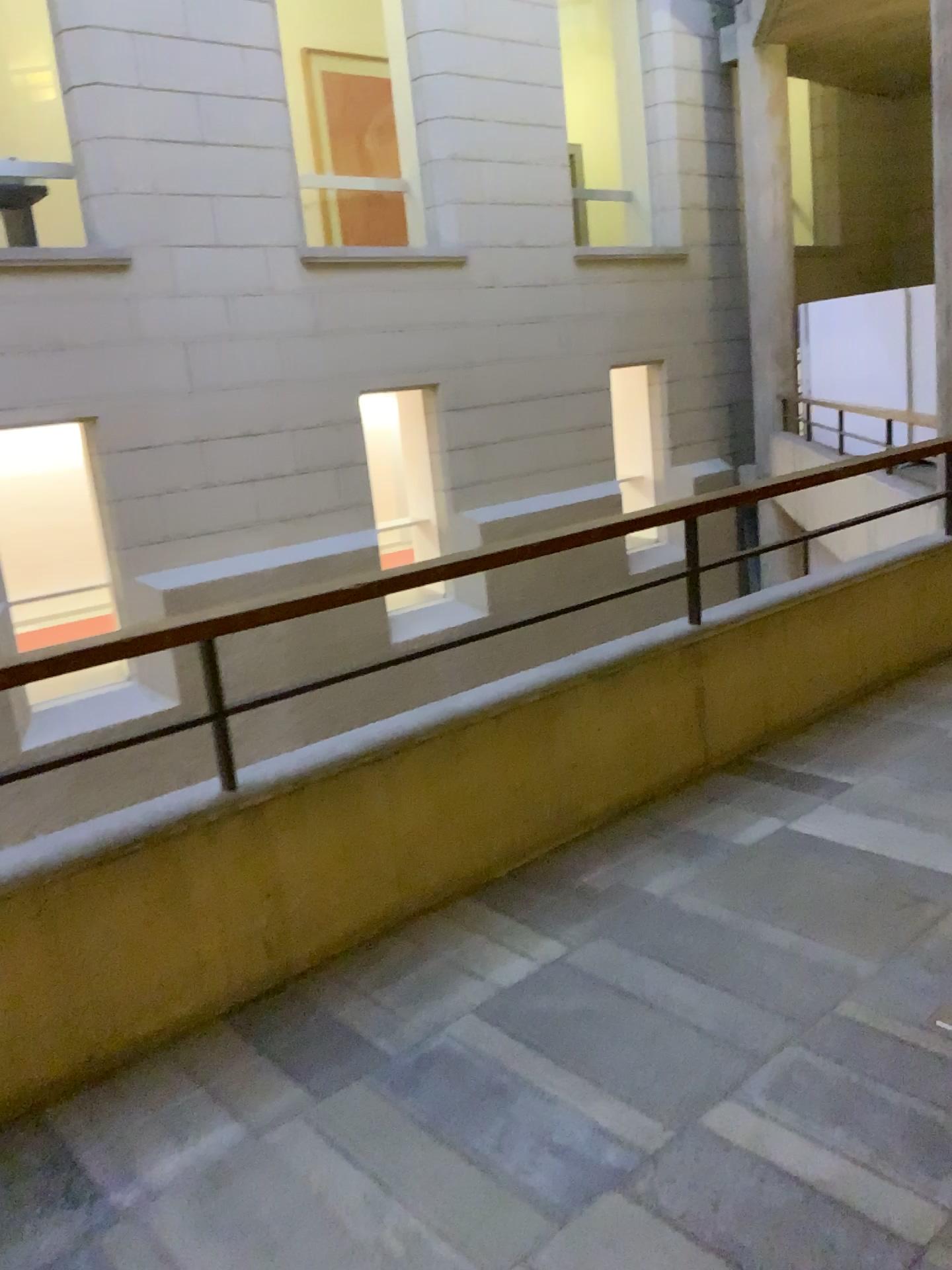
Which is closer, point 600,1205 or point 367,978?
point 600,1205
